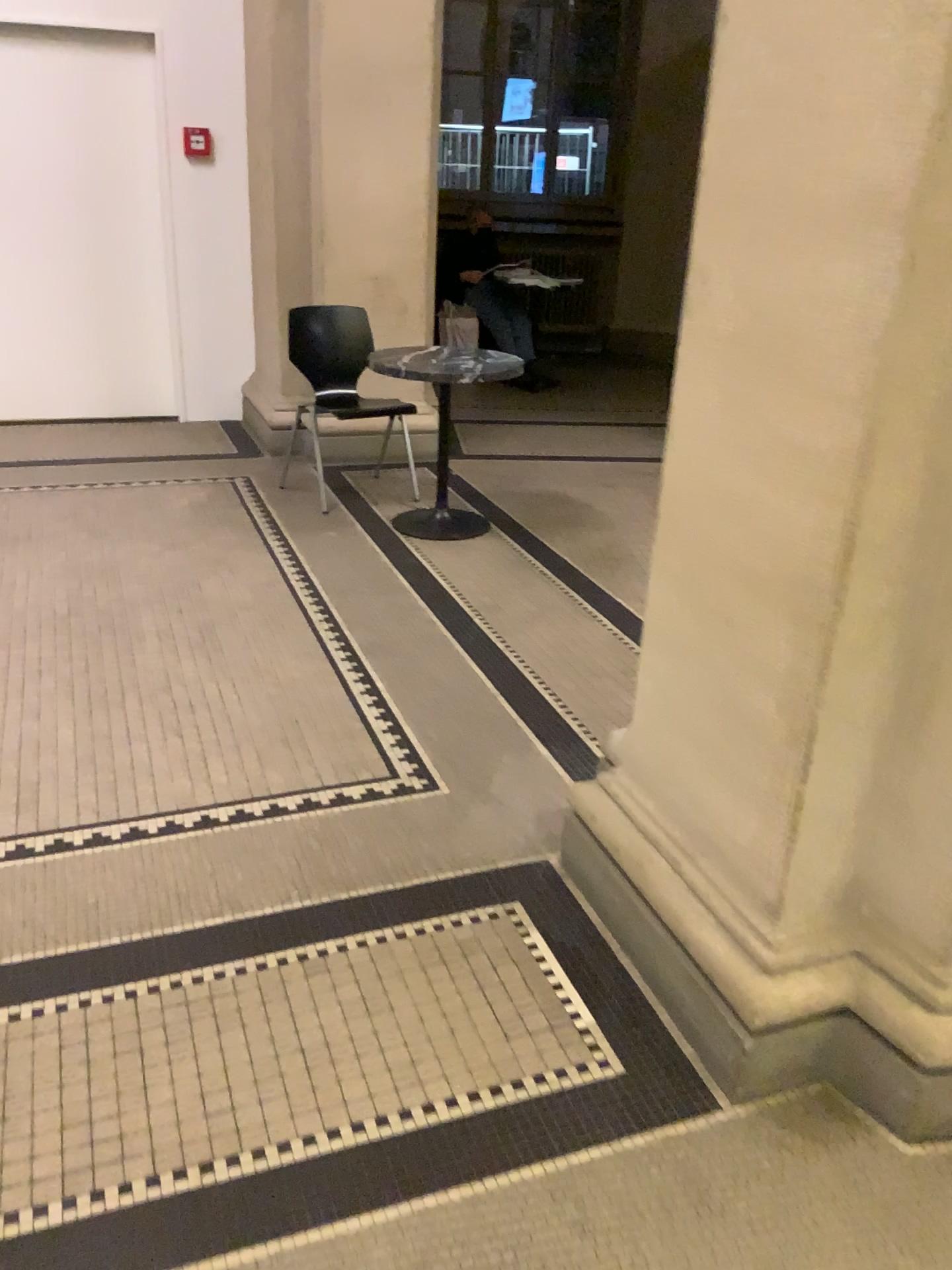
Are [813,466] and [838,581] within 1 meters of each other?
yes
